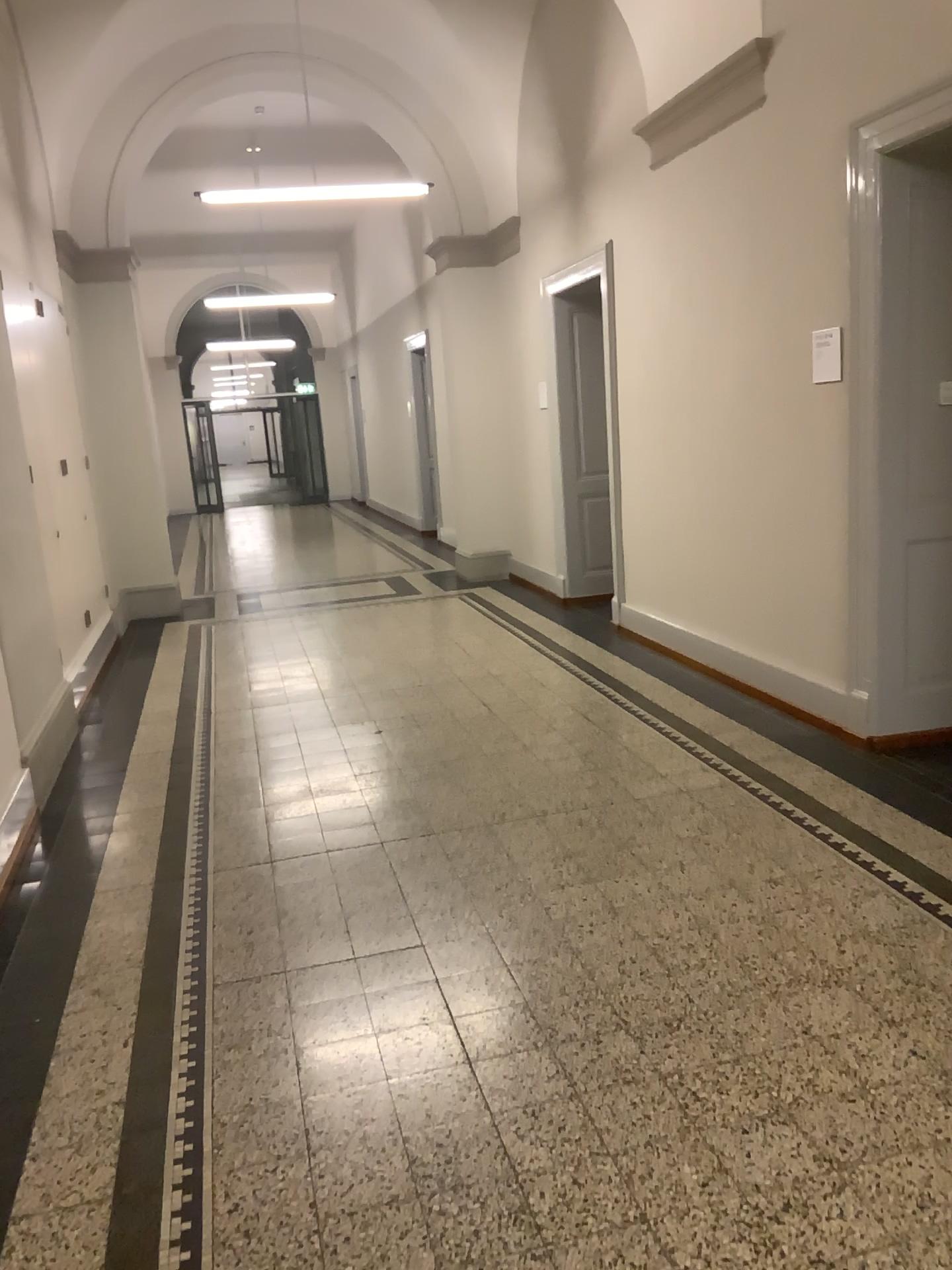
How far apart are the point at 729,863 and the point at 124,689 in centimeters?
390cm
